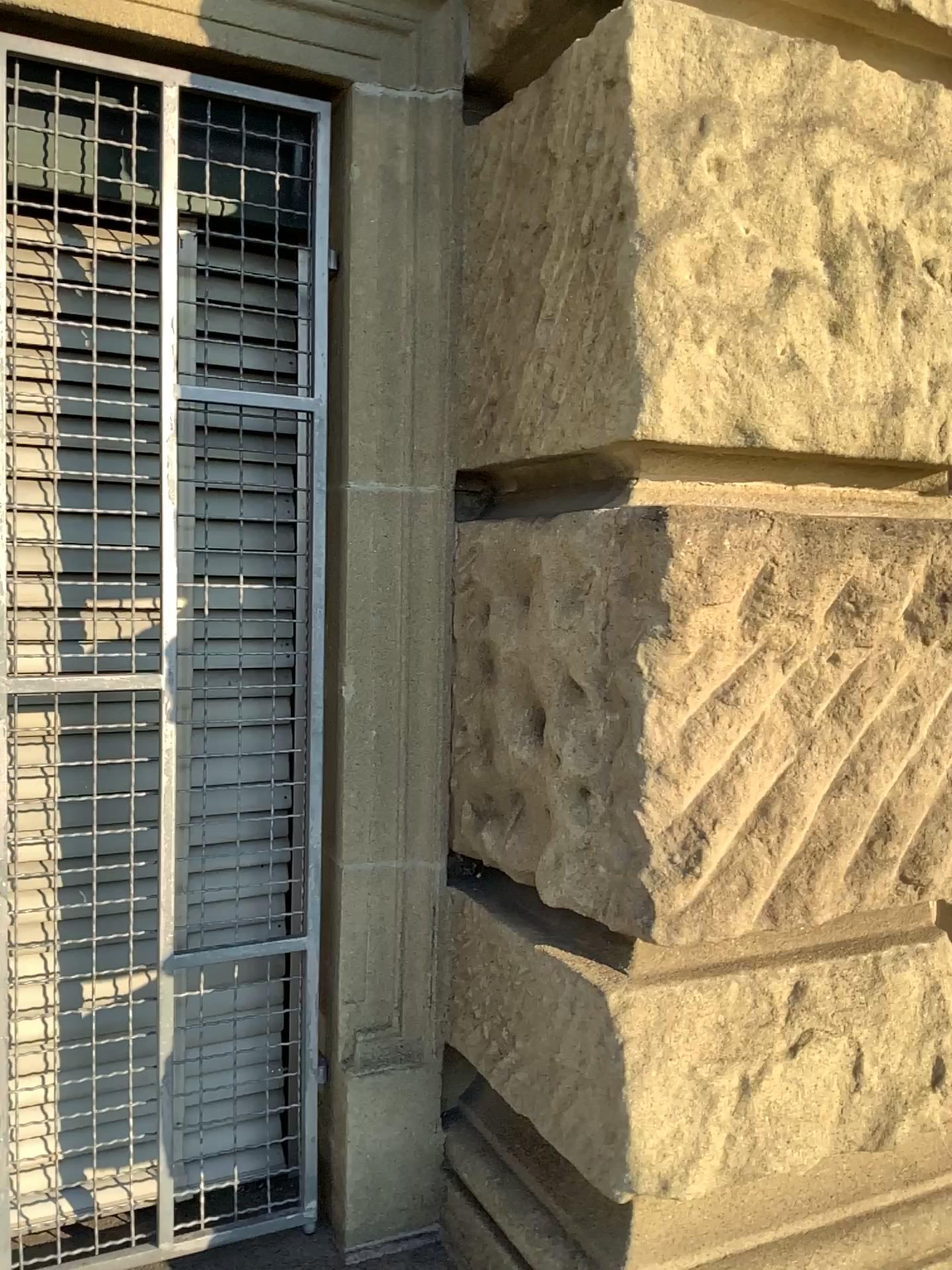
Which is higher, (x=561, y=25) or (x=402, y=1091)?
(x=561, y=25)

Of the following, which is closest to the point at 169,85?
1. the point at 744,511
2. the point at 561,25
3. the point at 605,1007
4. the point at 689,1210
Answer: the point at 561,25

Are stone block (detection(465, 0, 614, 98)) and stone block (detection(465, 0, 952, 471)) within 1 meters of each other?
yes

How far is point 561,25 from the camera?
1.2m

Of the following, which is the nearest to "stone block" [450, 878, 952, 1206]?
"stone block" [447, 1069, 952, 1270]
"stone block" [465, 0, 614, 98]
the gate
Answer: "stone block" [447, 1069, 952, 1270]

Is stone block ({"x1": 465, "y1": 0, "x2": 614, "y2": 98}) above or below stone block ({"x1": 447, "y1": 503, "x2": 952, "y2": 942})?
above

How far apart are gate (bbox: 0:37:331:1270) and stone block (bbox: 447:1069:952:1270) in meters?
0.3 m

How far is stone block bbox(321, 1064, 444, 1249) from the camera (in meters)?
1.41

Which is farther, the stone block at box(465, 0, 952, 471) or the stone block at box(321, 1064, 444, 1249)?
the stone block at box(321, 1064, 444, 1249)

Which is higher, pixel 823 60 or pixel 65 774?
pixel 823 60
